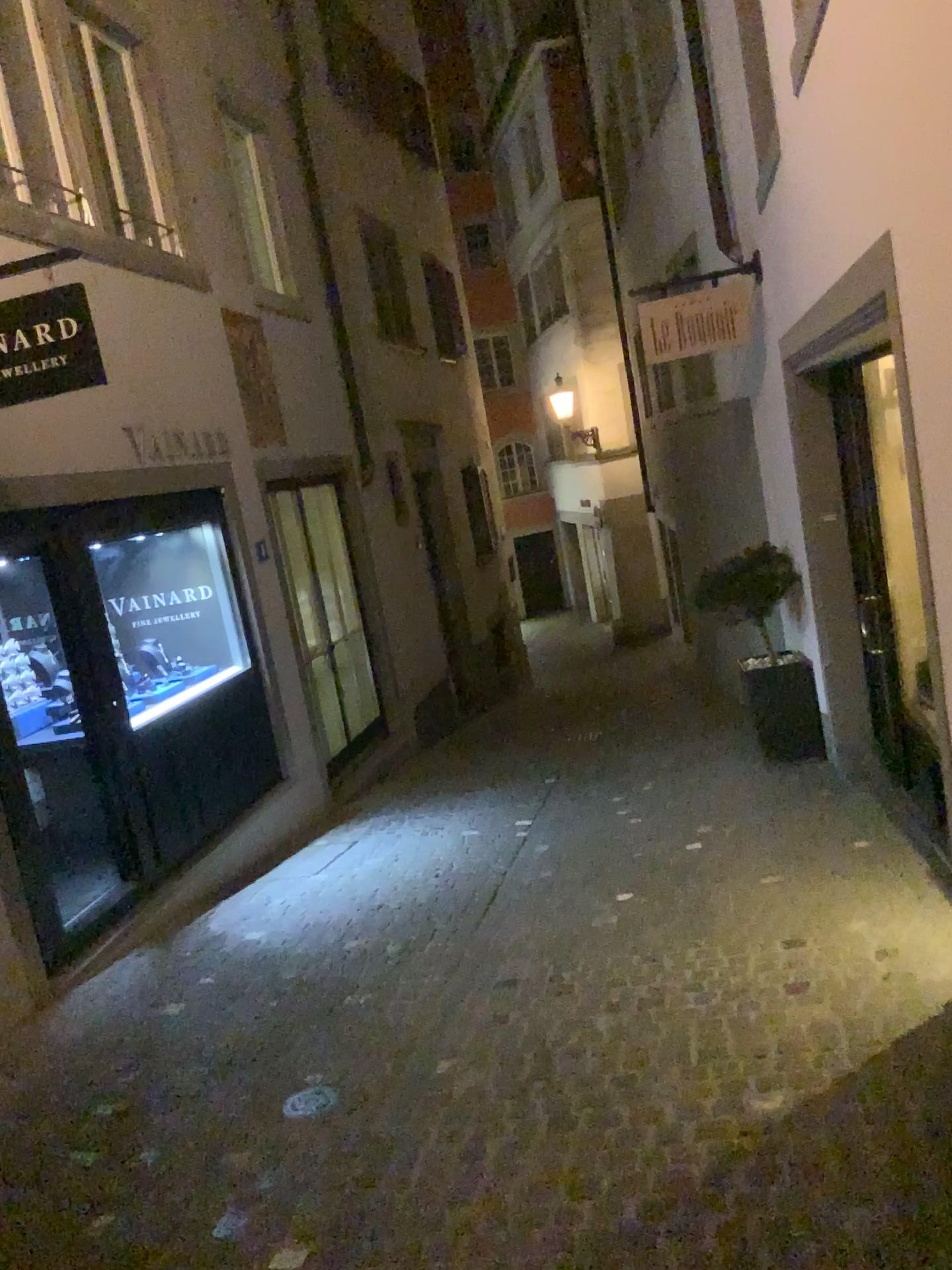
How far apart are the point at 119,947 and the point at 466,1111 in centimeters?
258cm
